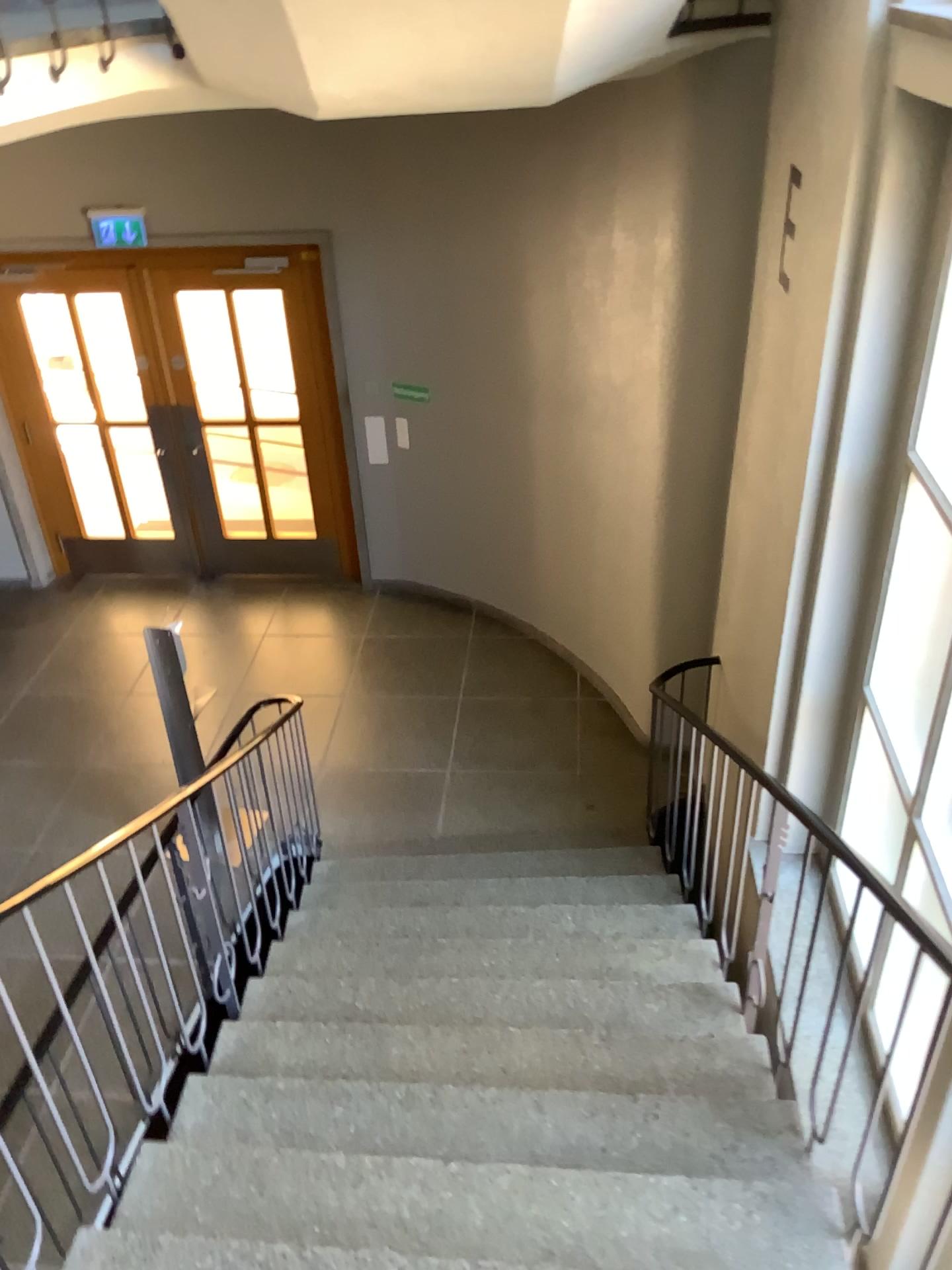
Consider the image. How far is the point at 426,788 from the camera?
5.4m
